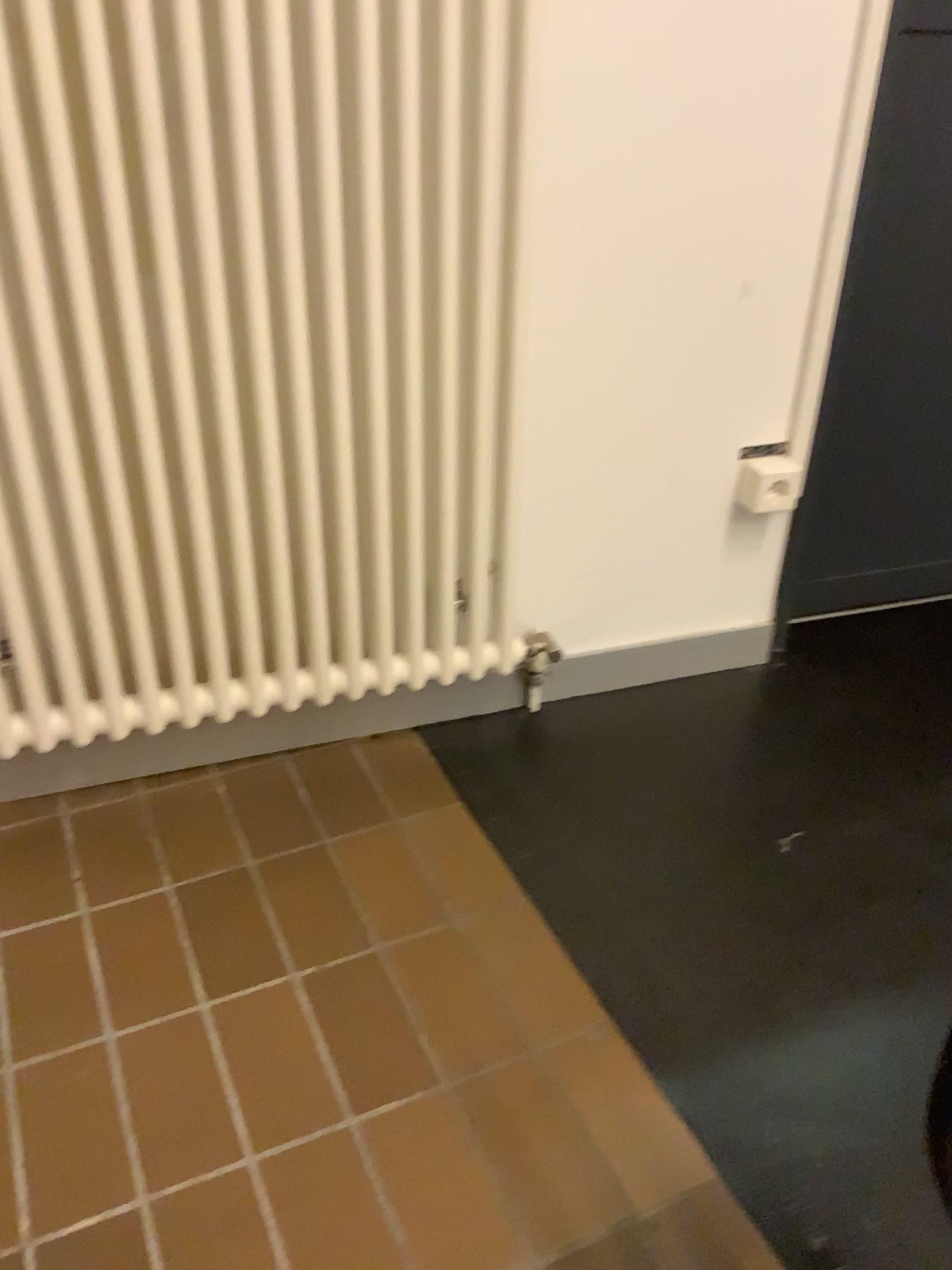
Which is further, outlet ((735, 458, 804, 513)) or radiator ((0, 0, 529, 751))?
outlet ((735, 458, 804, 513))

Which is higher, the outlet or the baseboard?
the outlet

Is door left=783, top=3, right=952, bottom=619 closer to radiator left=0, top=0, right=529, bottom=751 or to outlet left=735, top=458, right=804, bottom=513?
outlet left=735, top=458, right=804, bottom=513

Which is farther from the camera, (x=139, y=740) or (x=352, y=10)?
(x=139, y=740)

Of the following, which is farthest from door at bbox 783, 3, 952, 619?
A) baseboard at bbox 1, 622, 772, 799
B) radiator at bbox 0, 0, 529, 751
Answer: radiator at bbox 0, 0, 529, 751

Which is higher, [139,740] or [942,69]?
[942,69]

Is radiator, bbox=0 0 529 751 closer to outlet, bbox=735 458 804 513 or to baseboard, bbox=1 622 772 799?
baseboard, bbox=1 622 772 799

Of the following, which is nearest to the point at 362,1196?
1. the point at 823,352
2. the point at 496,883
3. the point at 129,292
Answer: the point at 496,883

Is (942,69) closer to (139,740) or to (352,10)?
(352,10)

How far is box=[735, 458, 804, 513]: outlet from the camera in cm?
165
